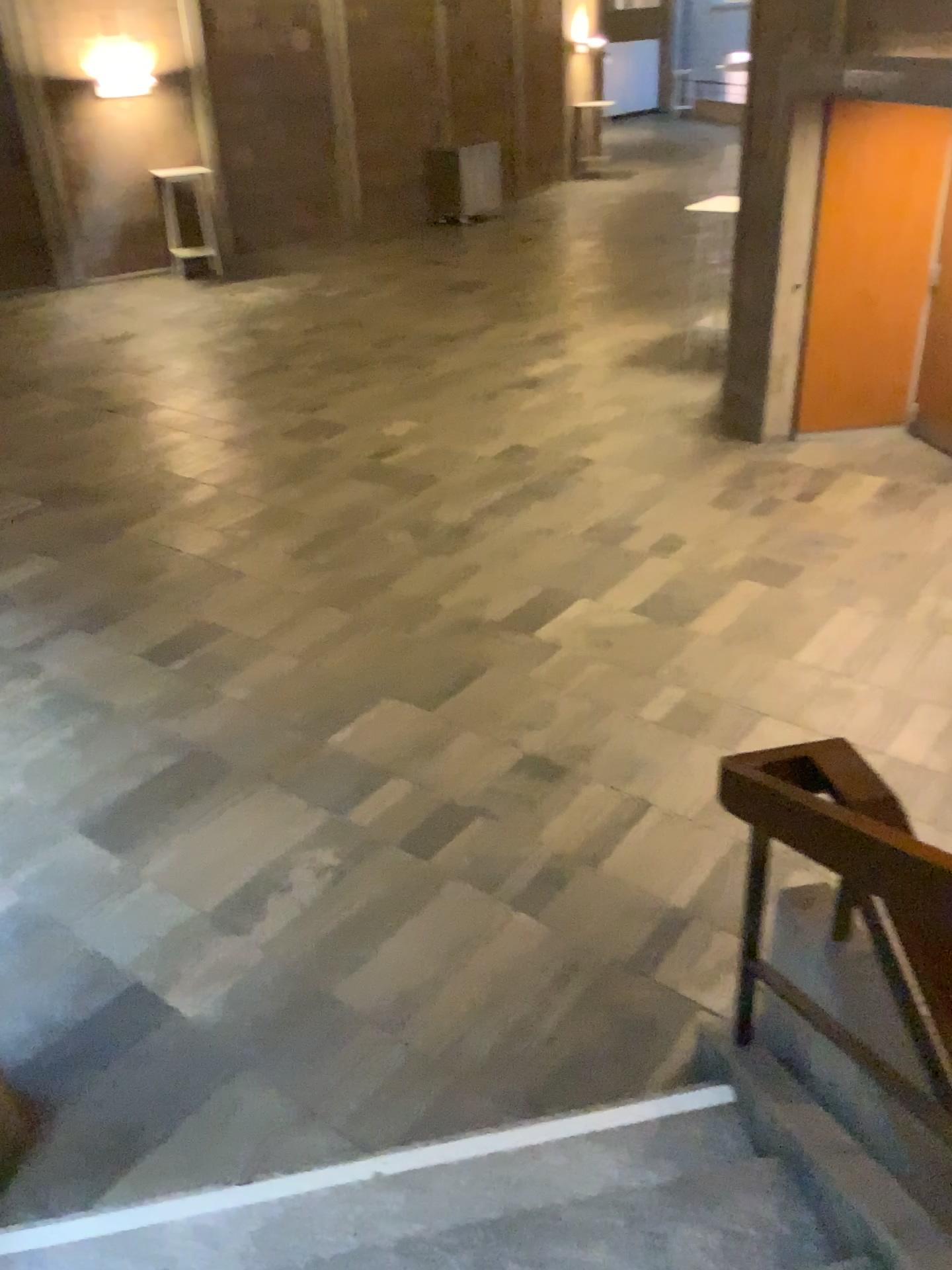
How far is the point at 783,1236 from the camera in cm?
211

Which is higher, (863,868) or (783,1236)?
(863,868)

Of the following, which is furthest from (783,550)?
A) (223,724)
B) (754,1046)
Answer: (754,1046)

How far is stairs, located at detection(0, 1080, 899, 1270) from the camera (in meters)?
2.11
